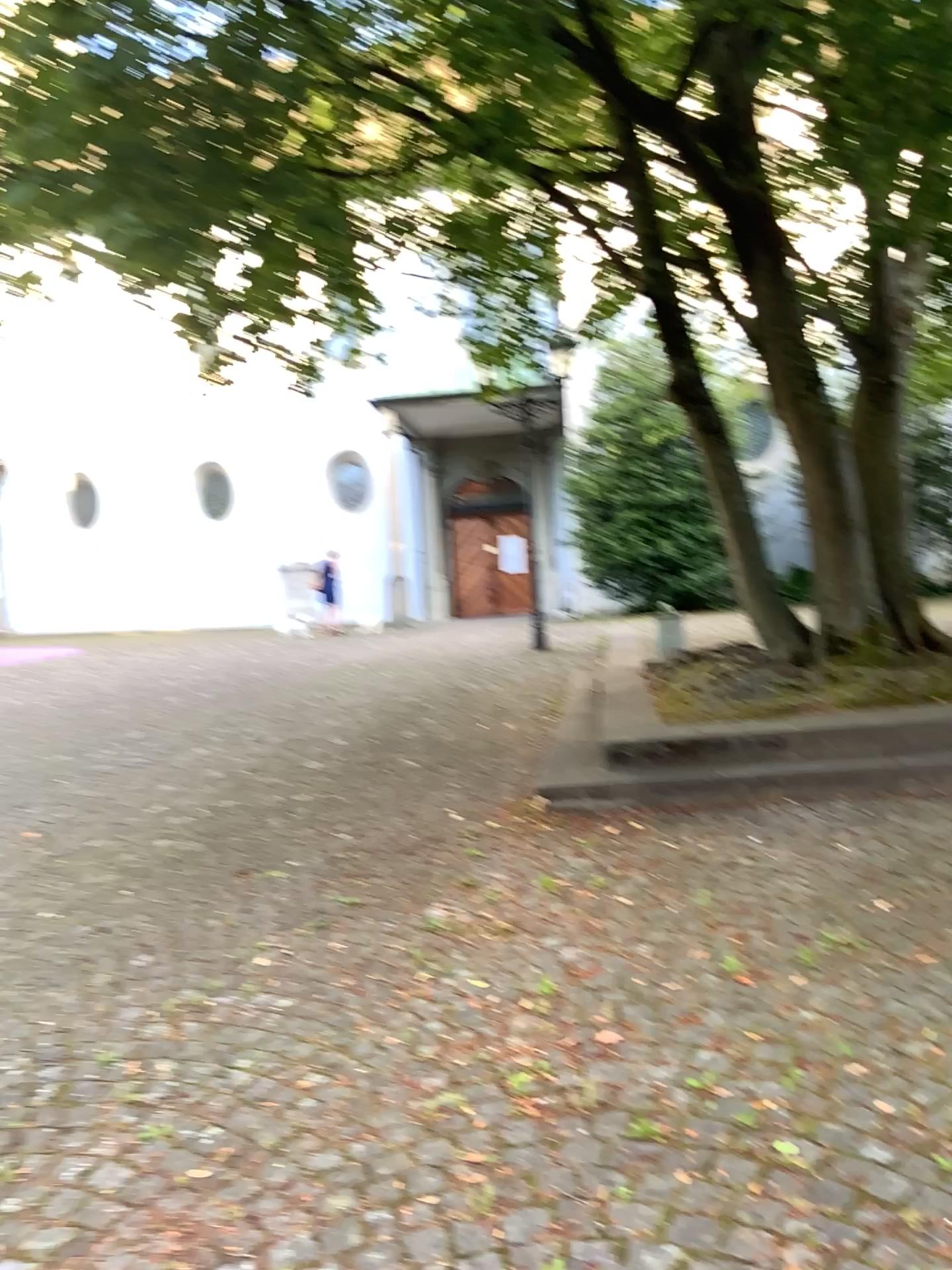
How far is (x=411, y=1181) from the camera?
2.2 meters
